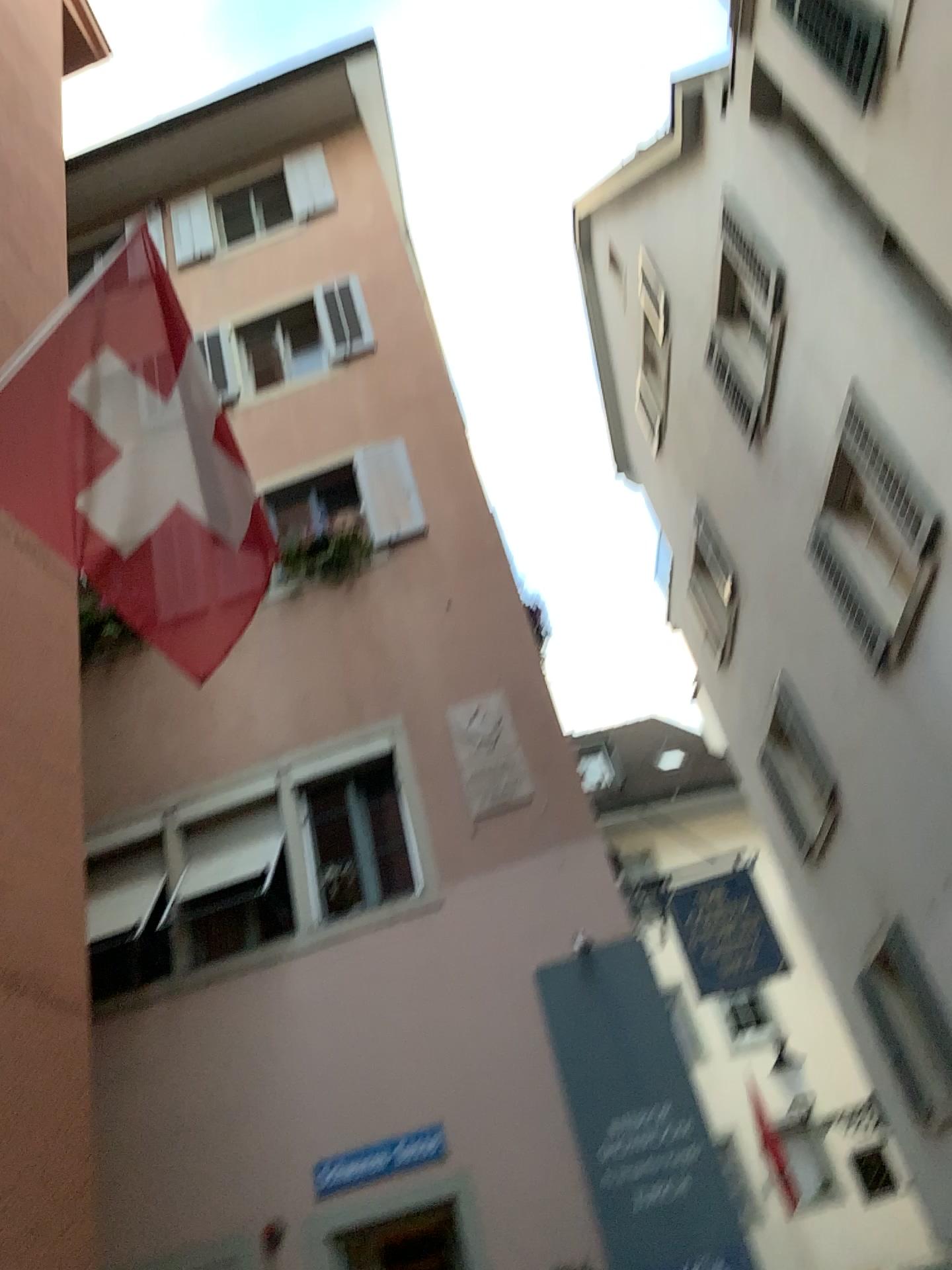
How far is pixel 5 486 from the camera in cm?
441

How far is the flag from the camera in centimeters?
441cm

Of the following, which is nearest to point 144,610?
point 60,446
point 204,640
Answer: point 204,640
